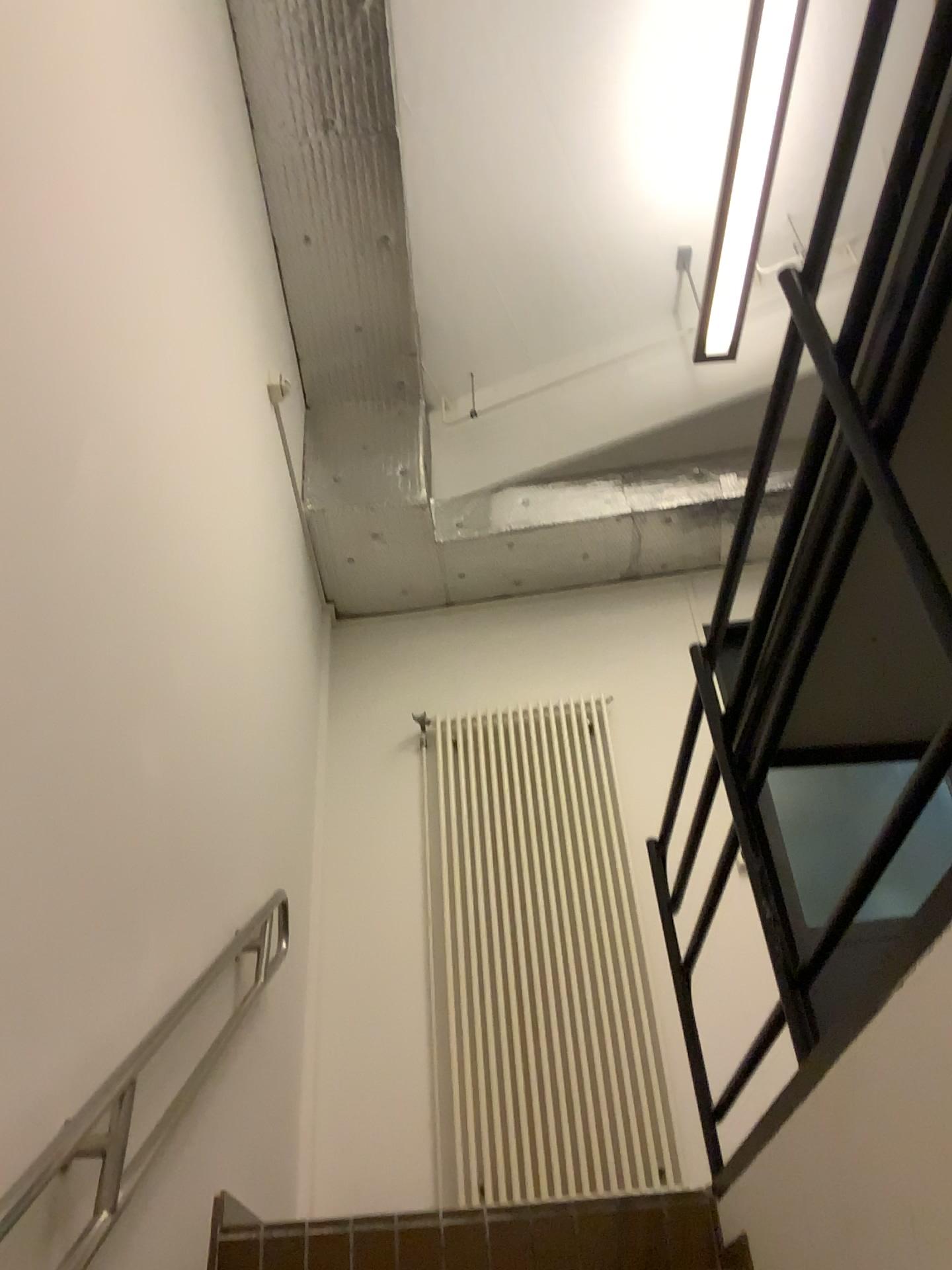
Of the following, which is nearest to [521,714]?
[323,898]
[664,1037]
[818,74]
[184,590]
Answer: [323,898]

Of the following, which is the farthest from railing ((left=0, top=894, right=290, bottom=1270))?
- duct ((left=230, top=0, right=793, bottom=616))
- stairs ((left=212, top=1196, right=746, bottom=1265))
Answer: duct ((left=230, top=0, right=793, bottom=616))

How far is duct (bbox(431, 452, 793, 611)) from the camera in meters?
4.7 m

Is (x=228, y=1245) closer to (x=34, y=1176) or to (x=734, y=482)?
(x=34, y=1176)

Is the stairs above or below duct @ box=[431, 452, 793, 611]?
below

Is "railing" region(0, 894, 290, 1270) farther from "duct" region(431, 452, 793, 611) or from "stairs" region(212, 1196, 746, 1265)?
"duct" region(431, 452, 793, 611)

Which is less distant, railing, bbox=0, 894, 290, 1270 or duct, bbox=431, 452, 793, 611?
railing, bbox=0, 894, 290, 1270

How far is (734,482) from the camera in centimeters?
472cm

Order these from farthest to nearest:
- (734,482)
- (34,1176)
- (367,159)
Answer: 1. (734,482)
2. (367,159)
3. (34,1176)

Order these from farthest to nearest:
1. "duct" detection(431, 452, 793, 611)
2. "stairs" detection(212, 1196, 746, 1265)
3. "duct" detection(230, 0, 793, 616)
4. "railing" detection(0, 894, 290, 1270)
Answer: "duct" detection(431, 452, 793, 611) < "duct" detection(230, 0, 793, 616) < "stairs" detection(212, 1196, 746, 1265) < "railing" detection(0, 894, 290, 1270)
